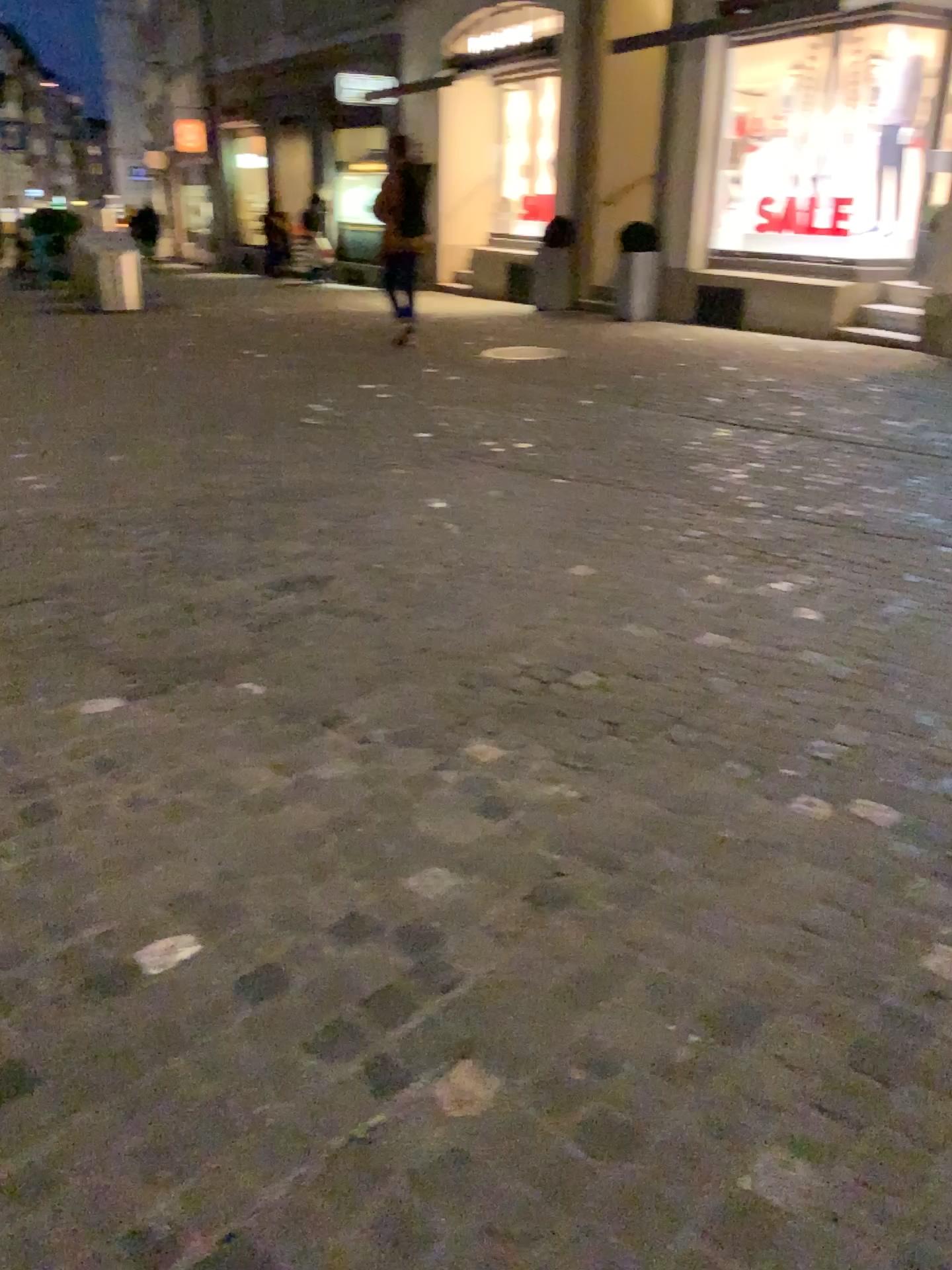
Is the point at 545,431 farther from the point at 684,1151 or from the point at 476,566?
the point at 684,1151
